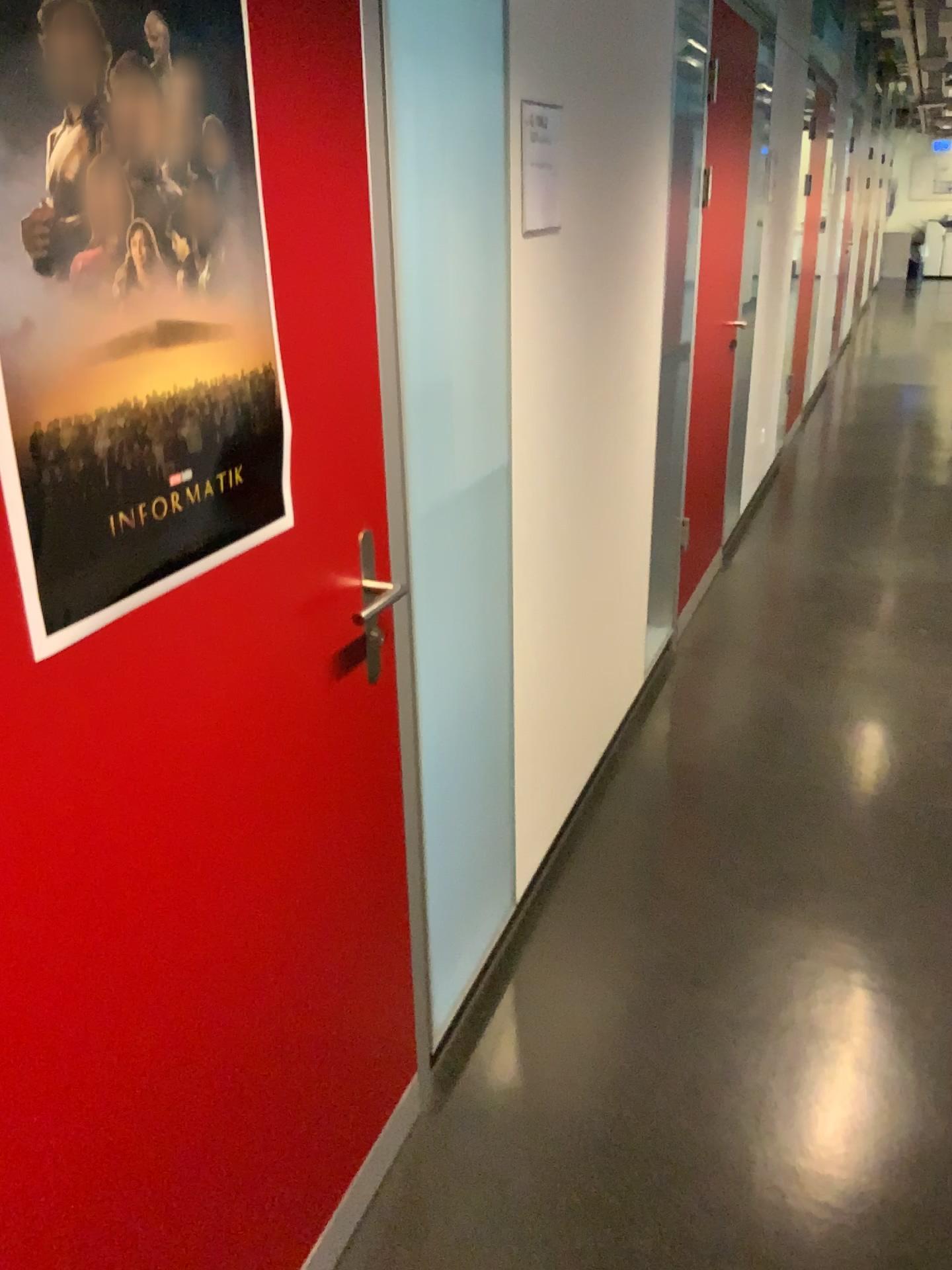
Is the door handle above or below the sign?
below

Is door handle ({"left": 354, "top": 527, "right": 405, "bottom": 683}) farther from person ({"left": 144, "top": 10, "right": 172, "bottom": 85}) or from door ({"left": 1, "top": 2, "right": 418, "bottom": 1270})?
person ({"left": 144, "top": 10, "right": 172, "bottom": 85})

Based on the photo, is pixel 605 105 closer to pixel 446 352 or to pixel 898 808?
pixel 446 352

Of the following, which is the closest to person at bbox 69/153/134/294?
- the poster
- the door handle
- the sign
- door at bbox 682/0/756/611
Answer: the poster

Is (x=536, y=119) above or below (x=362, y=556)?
above

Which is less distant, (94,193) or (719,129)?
(94,193)

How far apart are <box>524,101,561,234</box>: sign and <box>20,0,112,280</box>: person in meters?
1.2 m

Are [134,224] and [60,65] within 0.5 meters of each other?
yes

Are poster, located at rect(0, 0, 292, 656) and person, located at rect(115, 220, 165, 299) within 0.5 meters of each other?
yes

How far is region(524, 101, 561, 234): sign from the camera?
2.0m
